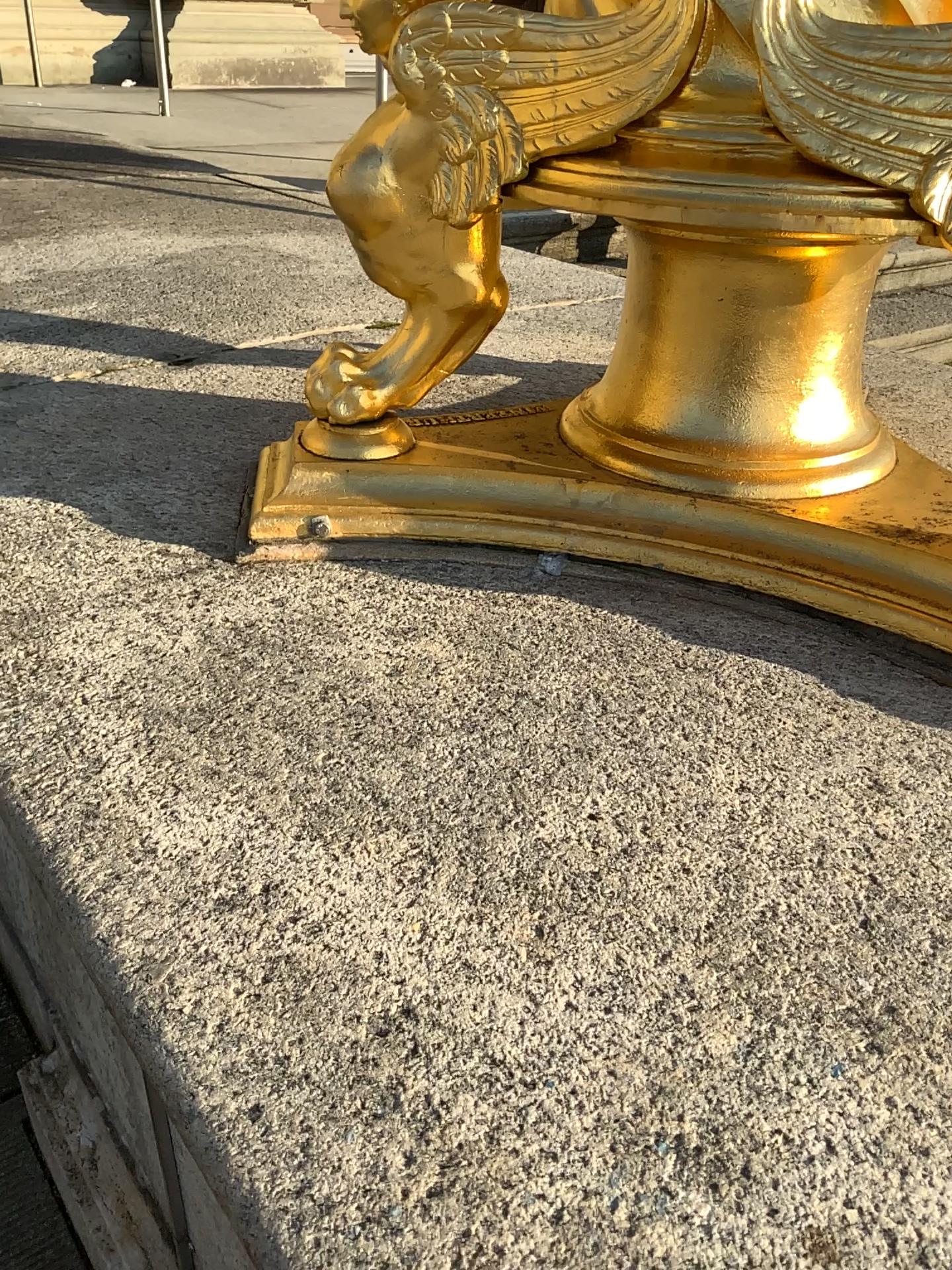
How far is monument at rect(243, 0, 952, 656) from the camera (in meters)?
0.70

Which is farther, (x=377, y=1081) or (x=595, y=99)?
(x=595, y=99)

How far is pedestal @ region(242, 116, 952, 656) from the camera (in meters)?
0.86

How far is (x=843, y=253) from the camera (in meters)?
0.86

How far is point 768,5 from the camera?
0.7m
